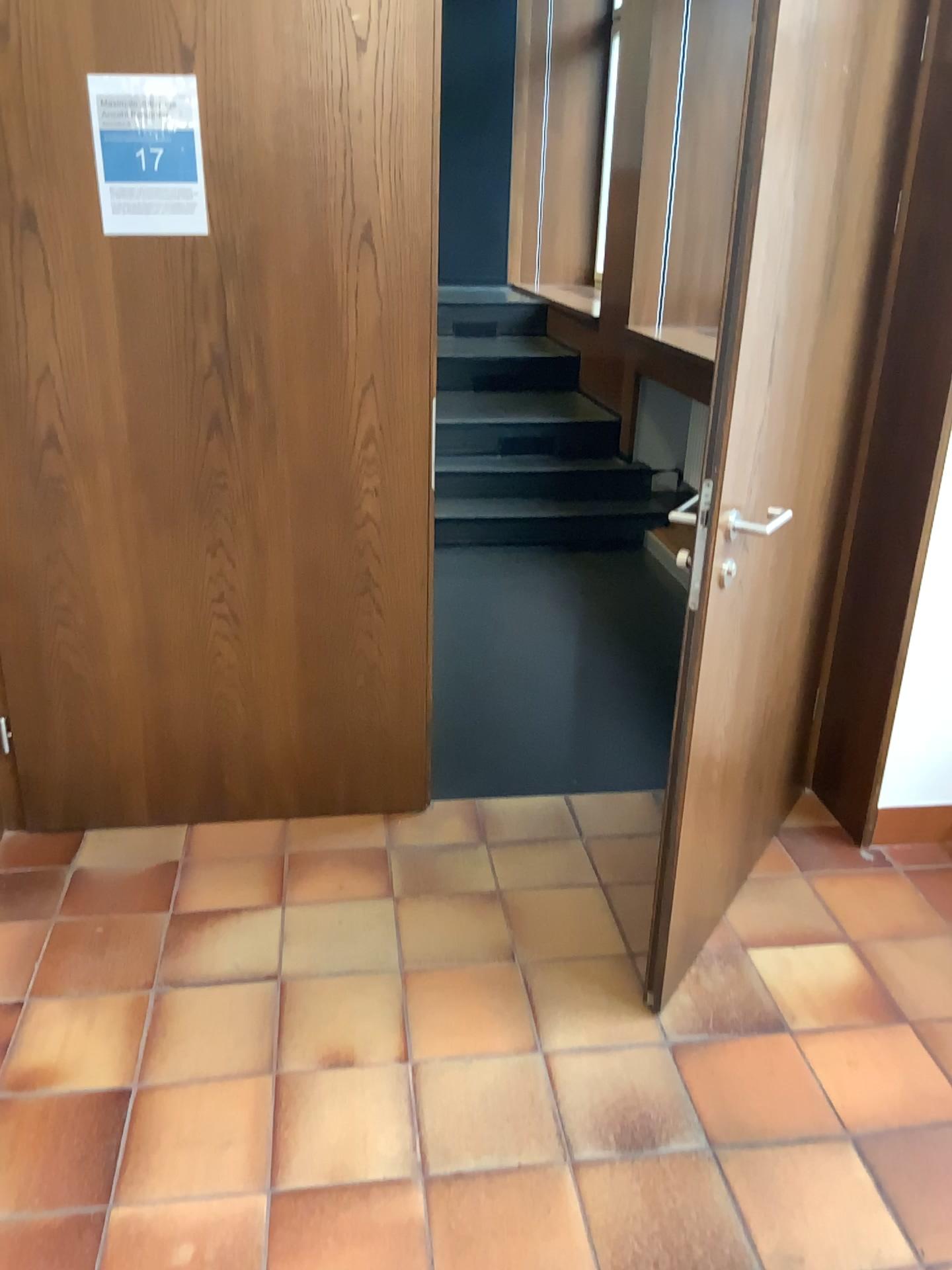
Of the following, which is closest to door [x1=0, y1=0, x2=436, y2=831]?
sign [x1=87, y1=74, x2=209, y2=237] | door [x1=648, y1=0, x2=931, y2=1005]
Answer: sign [x1=87, y1=74, x2=209, y2=237]

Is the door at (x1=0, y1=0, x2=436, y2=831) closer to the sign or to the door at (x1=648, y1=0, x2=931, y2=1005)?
the sign

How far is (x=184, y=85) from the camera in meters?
2.1 m

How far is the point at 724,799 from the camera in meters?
2.2

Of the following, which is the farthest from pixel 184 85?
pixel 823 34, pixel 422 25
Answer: pixel 823 34

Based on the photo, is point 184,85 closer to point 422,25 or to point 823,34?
point 422,25

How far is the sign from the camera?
2.1 meters
